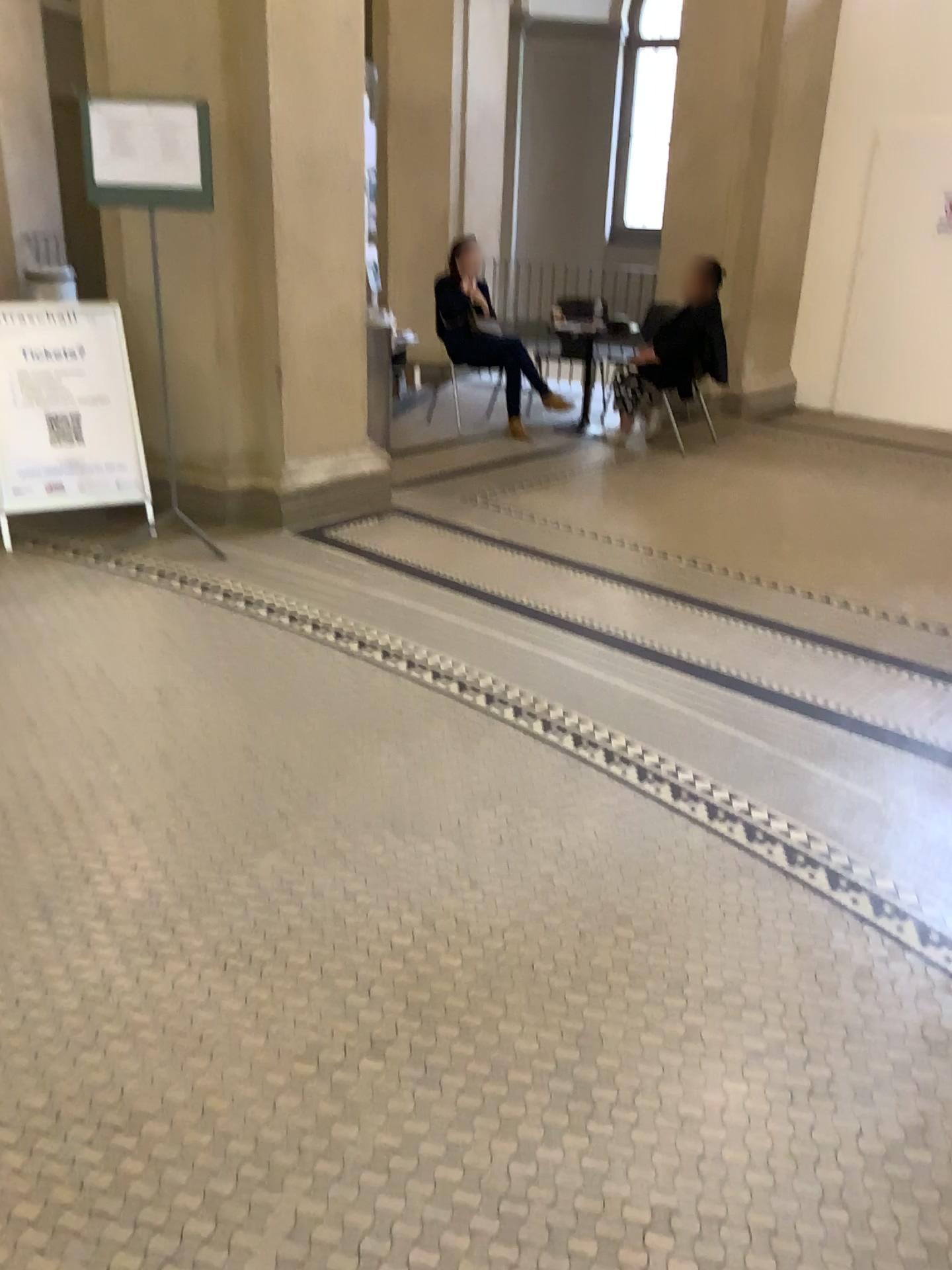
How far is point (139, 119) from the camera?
4.1m

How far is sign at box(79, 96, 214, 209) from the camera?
4.1m

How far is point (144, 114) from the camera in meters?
4.1

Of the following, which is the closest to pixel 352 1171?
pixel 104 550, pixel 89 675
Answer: pixel 89 675

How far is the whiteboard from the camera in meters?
4.1 m
